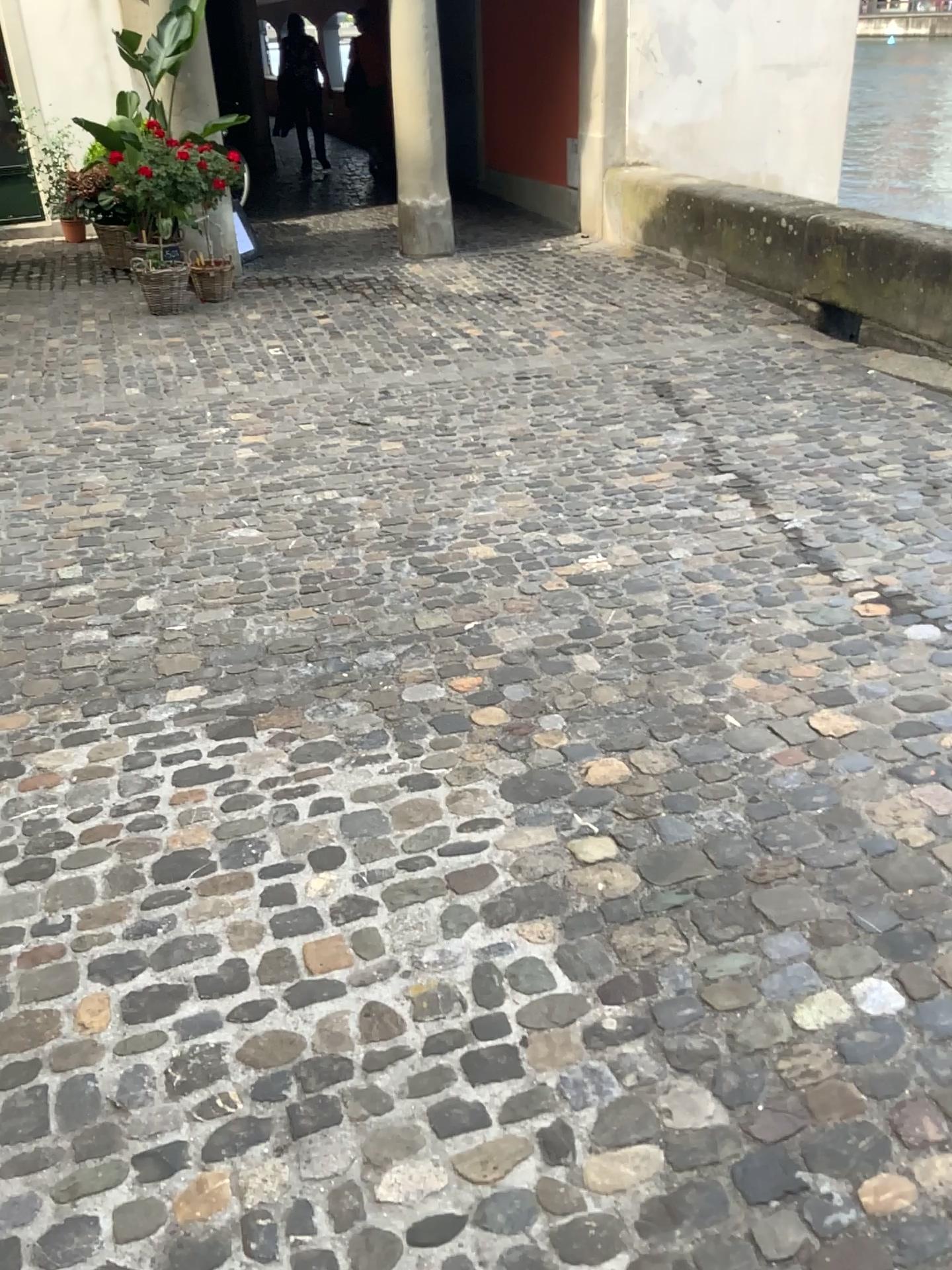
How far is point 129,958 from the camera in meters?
2.0 m
